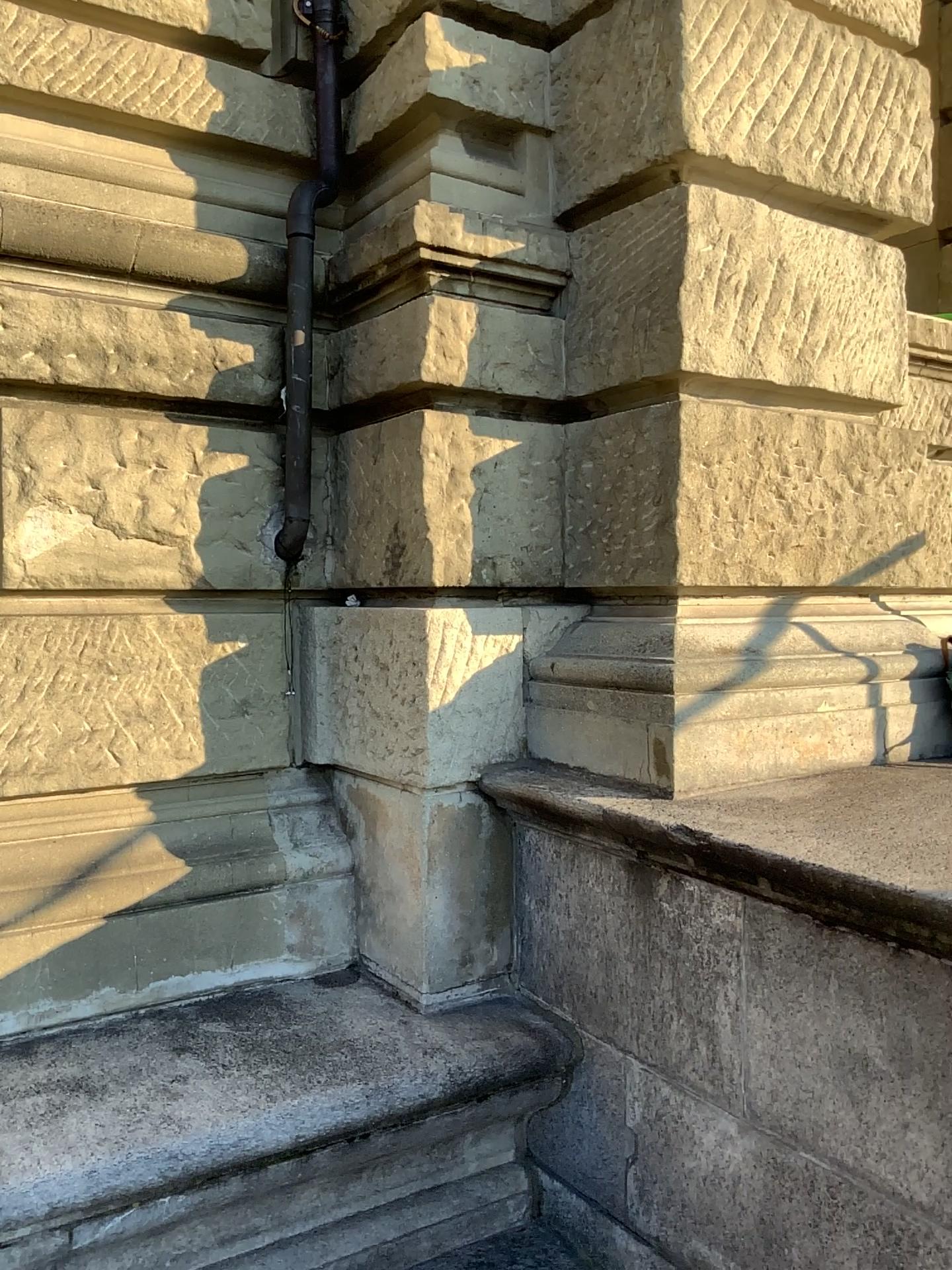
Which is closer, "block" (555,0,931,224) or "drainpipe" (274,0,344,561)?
"block" (555,0,931,224)

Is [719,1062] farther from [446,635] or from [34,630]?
[34,630]

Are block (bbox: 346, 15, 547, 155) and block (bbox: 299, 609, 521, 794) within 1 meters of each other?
no

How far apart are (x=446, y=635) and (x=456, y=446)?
0.5 meters

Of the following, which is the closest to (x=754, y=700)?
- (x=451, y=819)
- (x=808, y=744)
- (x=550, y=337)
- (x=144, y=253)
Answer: (x=808, y=744)

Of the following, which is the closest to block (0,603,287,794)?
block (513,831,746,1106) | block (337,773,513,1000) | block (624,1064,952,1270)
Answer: block (337,773,513,1000)

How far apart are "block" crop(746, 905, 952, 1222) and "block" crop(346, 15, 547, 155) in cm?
212

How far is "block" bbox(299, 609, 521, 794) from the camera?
2.7m

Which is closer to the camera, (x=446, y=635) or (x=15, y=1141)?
(x=15, y=1141)

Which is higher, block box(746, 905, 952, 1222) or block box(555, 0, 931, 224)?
block box(555, 0, 931, 224)
